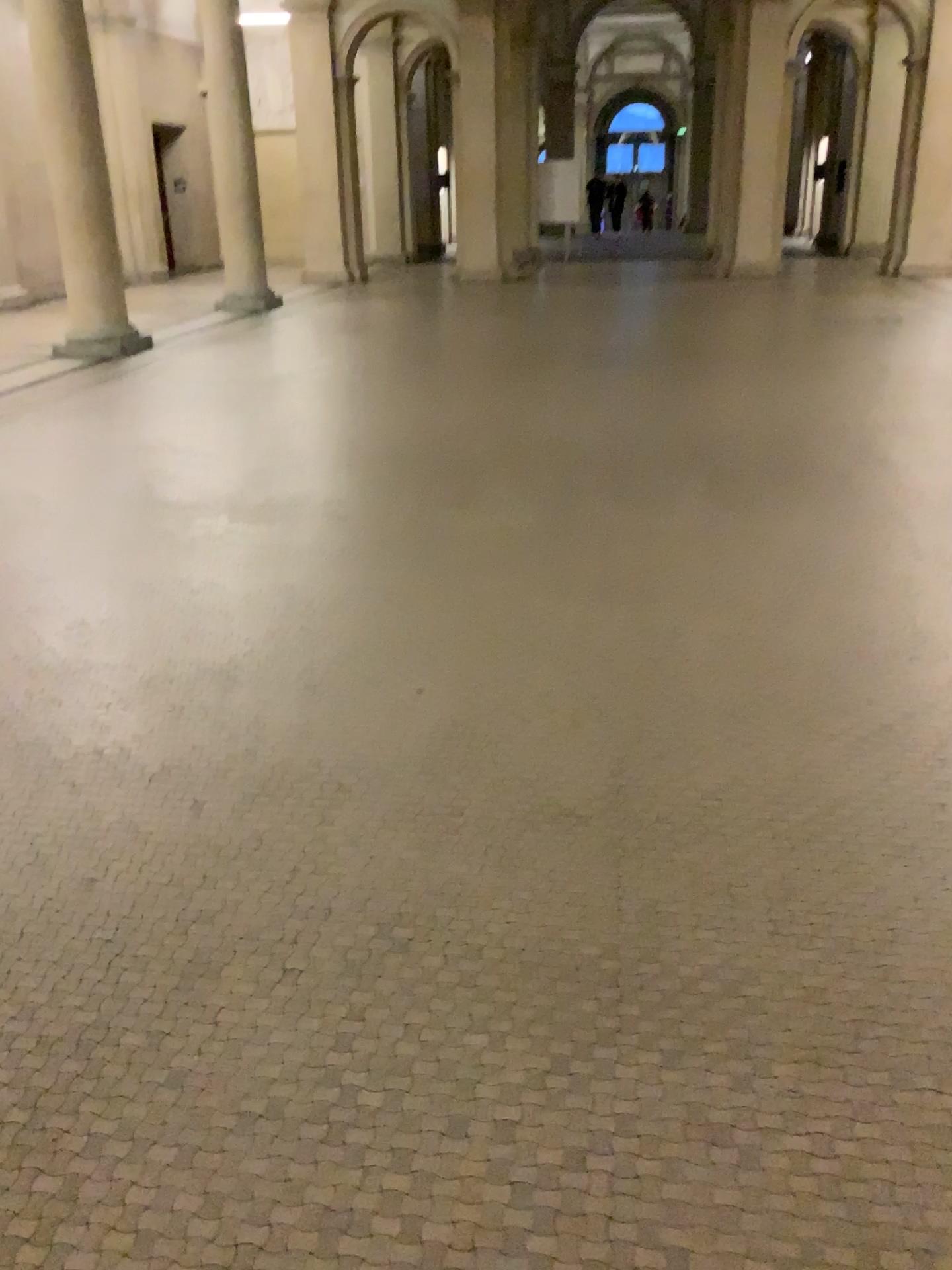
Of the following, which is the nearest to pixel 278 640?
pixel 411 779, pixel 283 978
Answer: pixel 411 779
